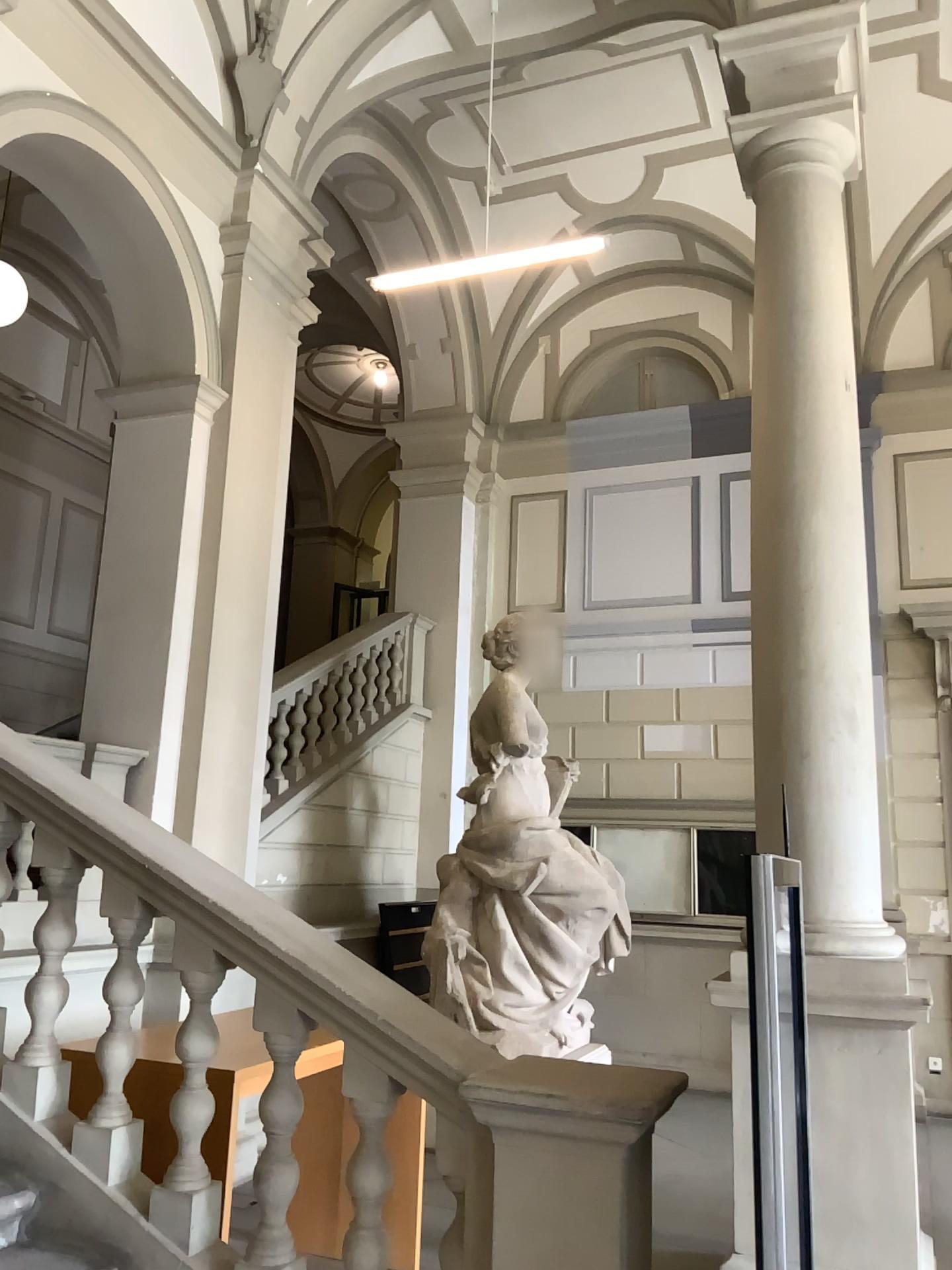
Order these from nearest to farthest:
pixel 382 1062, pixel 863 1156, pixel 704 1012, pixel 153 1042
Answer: pixel 382 1062 → pixel 153 1042 → pixel 863 1156 → pixel 704 1012
